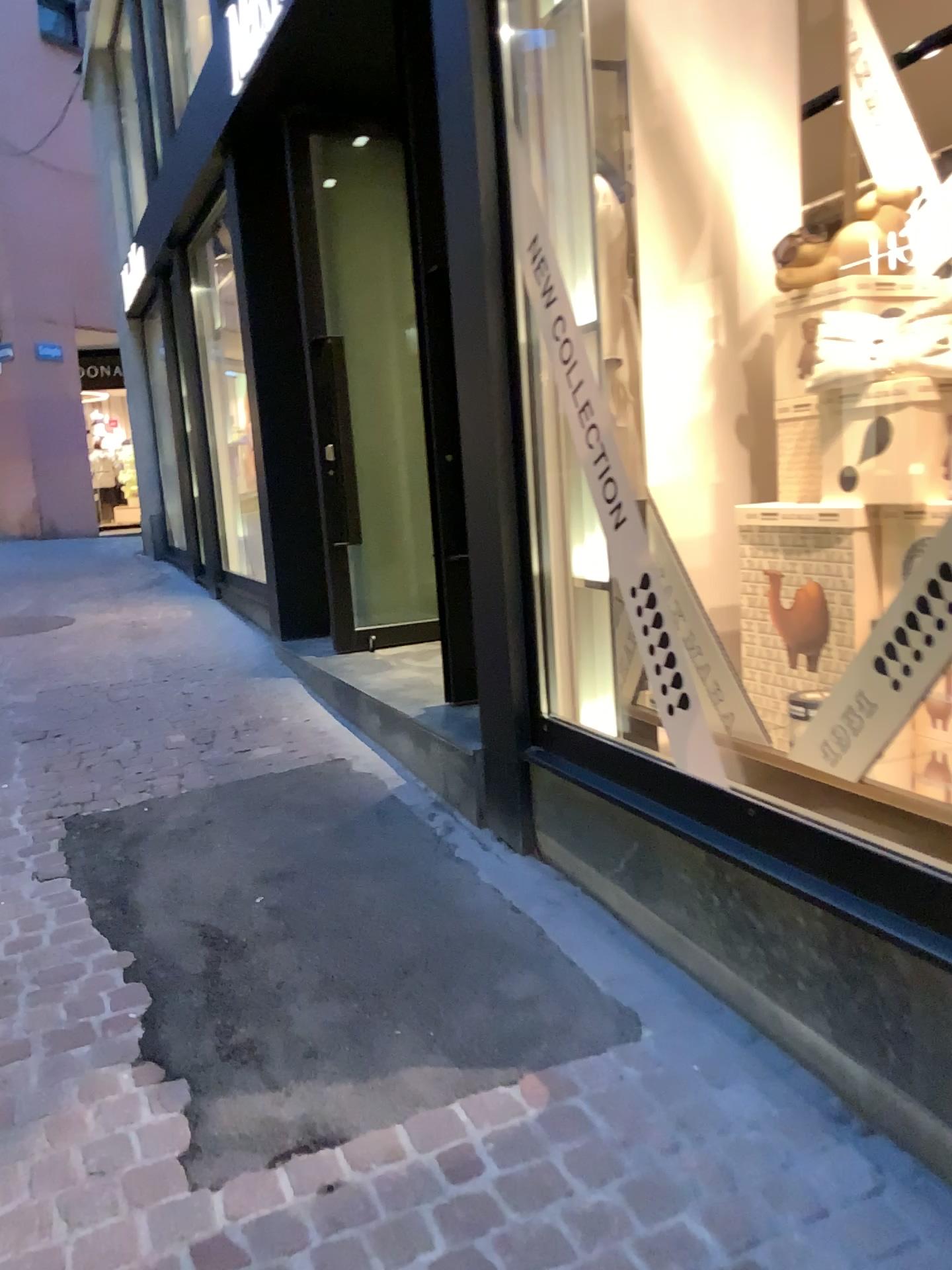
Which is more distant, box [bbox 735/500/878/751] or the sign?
box [bbox 735/500/878/751]

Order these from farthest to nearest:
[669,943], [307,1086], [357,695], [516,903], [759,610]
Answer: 1. [357,695]
2. [759,610]
3. [516,903]
4. [669,943]
5. [307,1086]

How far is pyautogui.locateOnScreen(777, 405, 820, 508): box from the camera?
2.78m

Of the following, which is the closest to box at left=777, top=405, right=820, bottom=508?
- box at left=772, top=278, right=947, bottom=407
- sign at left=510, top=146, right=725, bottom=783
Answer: box at left=772, top=278, right=947, bottom=407

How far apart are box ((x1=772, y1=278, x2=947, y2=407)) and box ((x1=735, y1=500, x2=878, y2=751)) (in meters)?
0.33

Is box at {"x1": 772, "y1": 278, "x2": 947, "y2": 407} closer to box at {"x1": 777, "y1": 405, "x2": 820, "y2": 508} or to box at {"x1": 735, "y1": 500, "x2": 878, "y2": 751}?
box at {"x1": 777, "y1": 405, "x2": 820, "y2": 508}

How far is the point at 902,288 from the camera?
2.65m

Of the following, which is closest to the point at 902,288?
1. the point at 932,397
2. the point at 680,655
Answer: the point at 932,397

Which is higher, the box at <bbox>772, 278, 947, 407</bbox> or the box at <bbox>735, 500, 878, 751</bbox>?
the box at <bbox>772, 278, 947, 407</bbox>

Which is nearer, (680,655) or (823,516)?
(680,655)
